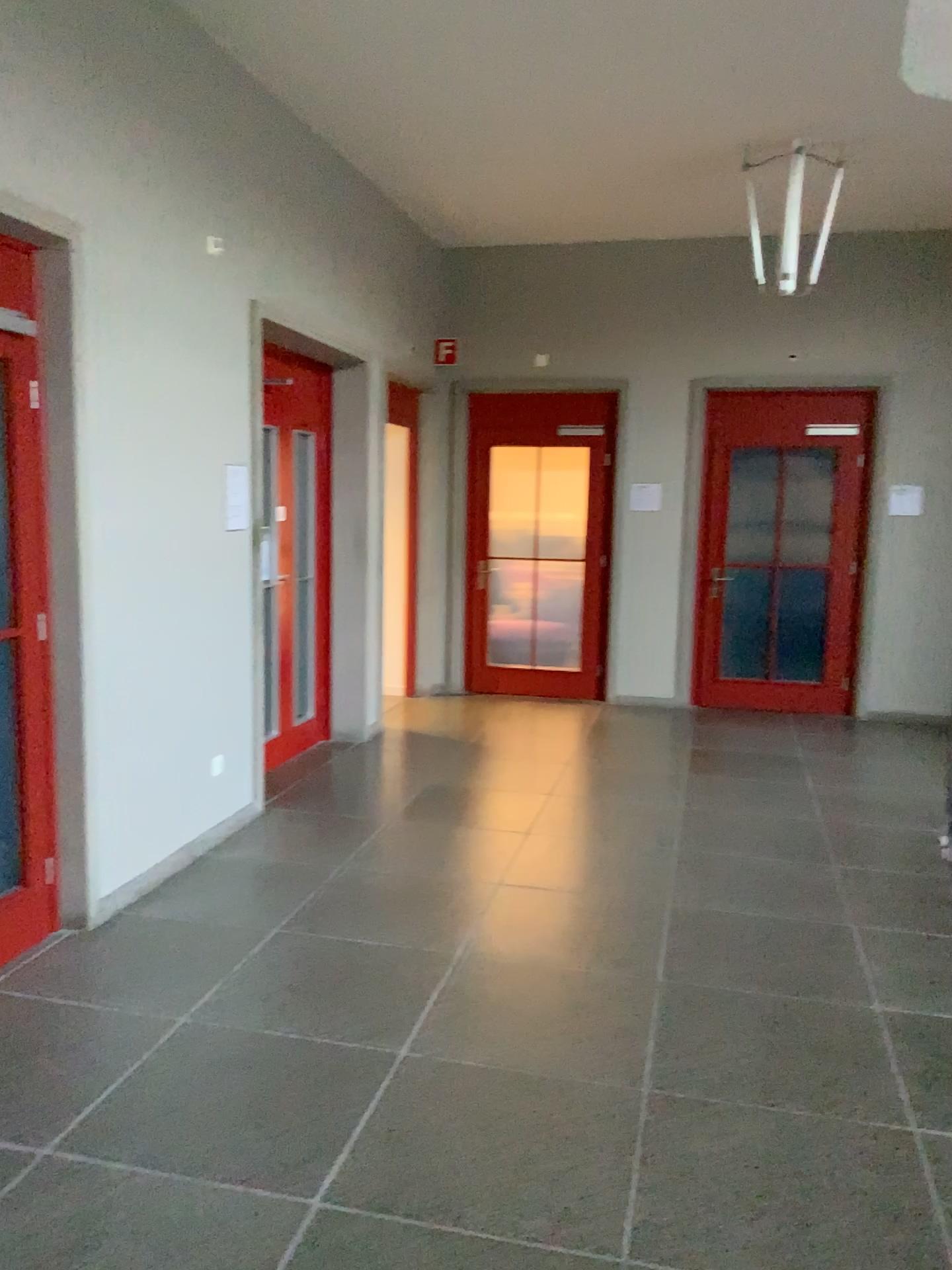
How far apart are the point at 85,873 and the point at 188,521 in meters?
1.6

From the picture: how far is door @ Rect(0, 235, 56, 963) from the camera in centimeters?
340cm

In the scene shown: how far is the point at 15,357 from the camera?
3.40m
